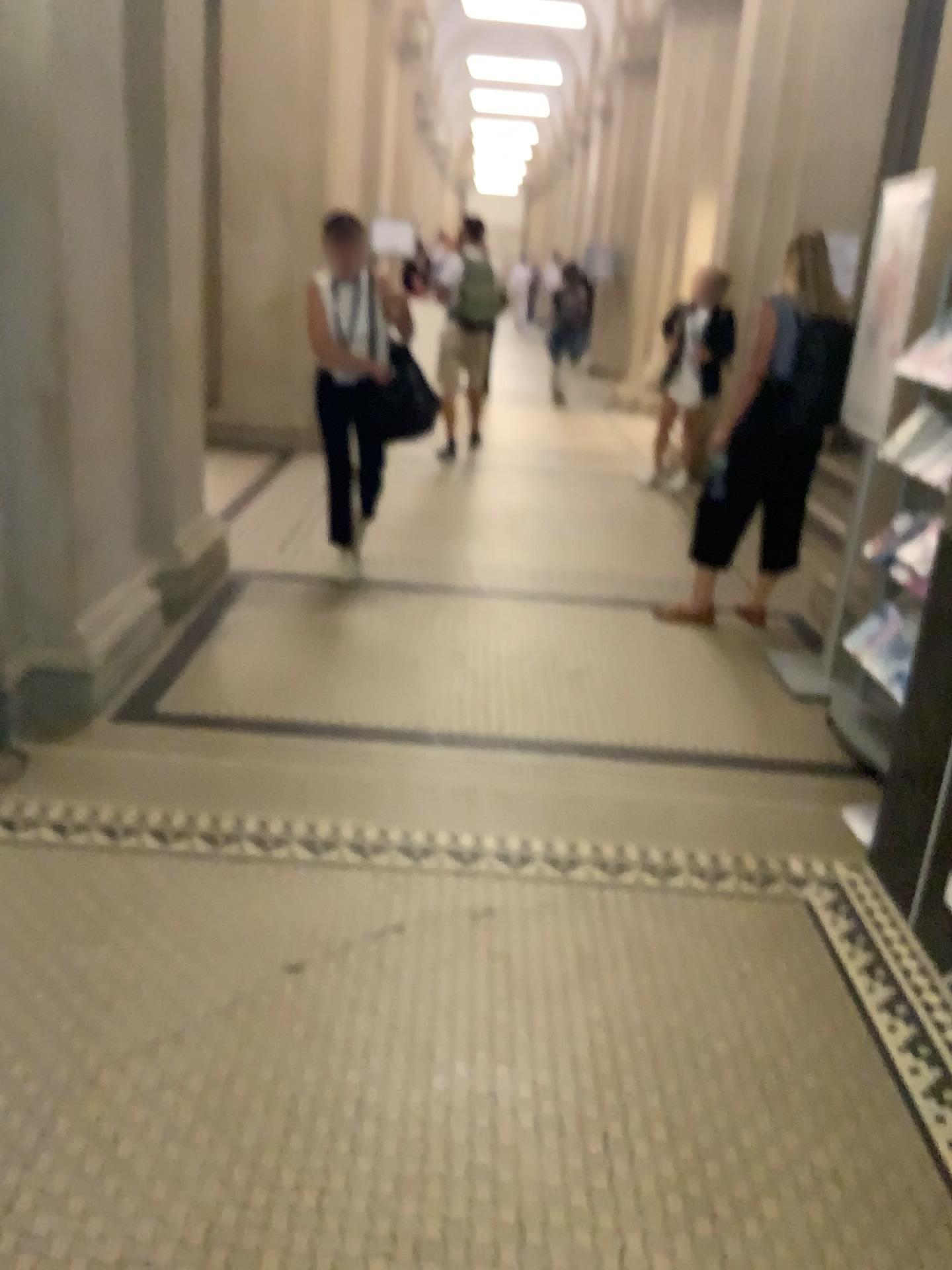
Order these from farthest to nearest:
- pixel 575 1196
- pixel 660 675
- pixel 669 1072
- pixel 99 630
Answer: pixel 660 675
pixel 99 630
pixel 669 1072
pixel 575 1196

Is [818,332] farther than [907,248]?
Yes

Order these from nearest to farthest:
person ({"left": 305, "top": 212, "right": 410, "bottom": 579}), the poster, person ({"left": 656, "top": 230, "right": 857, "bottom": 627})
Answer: the poster < person ({"left": 656, "top": 230, "right": 857, "bottom": 627}) < person ({"left": 305, "top": 212, "right": 410, "bottom": 579})

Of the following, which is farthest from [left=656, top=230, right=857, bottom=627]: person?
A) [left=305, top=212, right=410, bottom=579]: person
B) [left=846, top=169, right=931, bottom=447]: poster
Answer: [left=305, top=212, right=410, bottom=579]: person

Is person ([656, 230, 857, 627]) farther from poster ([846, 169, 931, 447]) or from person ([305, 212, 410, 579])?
person ([305, 212, 410, 579])

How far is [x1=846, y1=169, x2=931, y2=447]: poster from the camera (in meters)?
3.60

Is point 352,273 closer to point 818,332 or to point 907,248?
point 818,332

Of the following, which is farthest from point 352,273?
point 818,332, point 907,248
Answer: point 907,248

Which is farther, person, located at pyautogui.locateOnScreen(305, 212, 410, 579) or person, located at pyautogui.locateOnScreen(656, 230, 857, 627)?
person, located at pyautogui.locateOnScreen(305, 212, 410, 579)
